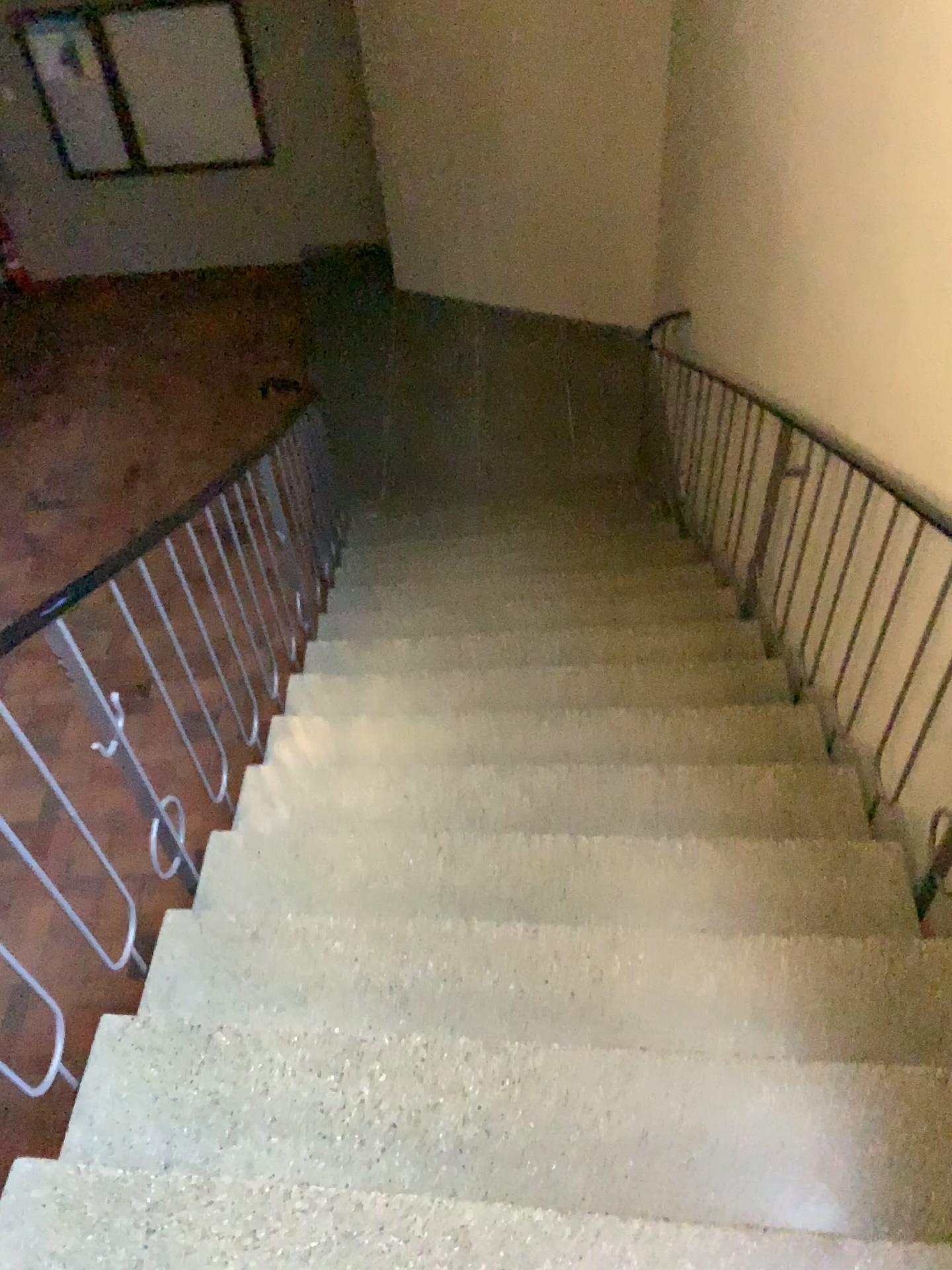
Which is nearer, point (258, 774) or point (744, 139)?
point (258, 774)
